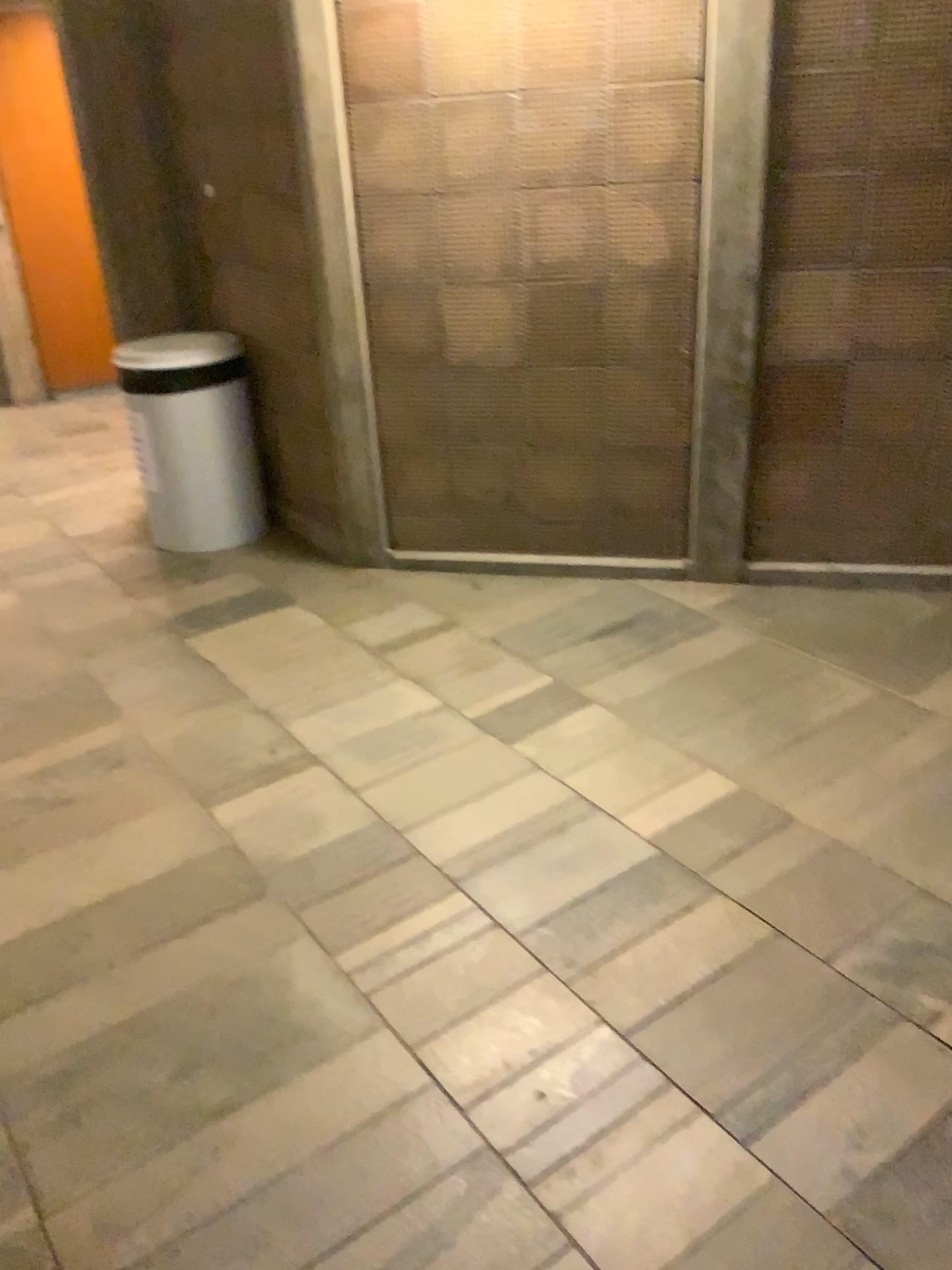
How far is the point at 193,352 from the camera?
3.73m

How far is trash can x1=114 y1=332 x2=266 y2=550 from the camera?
3.73m

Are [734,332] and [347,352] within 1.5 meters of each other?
yes
